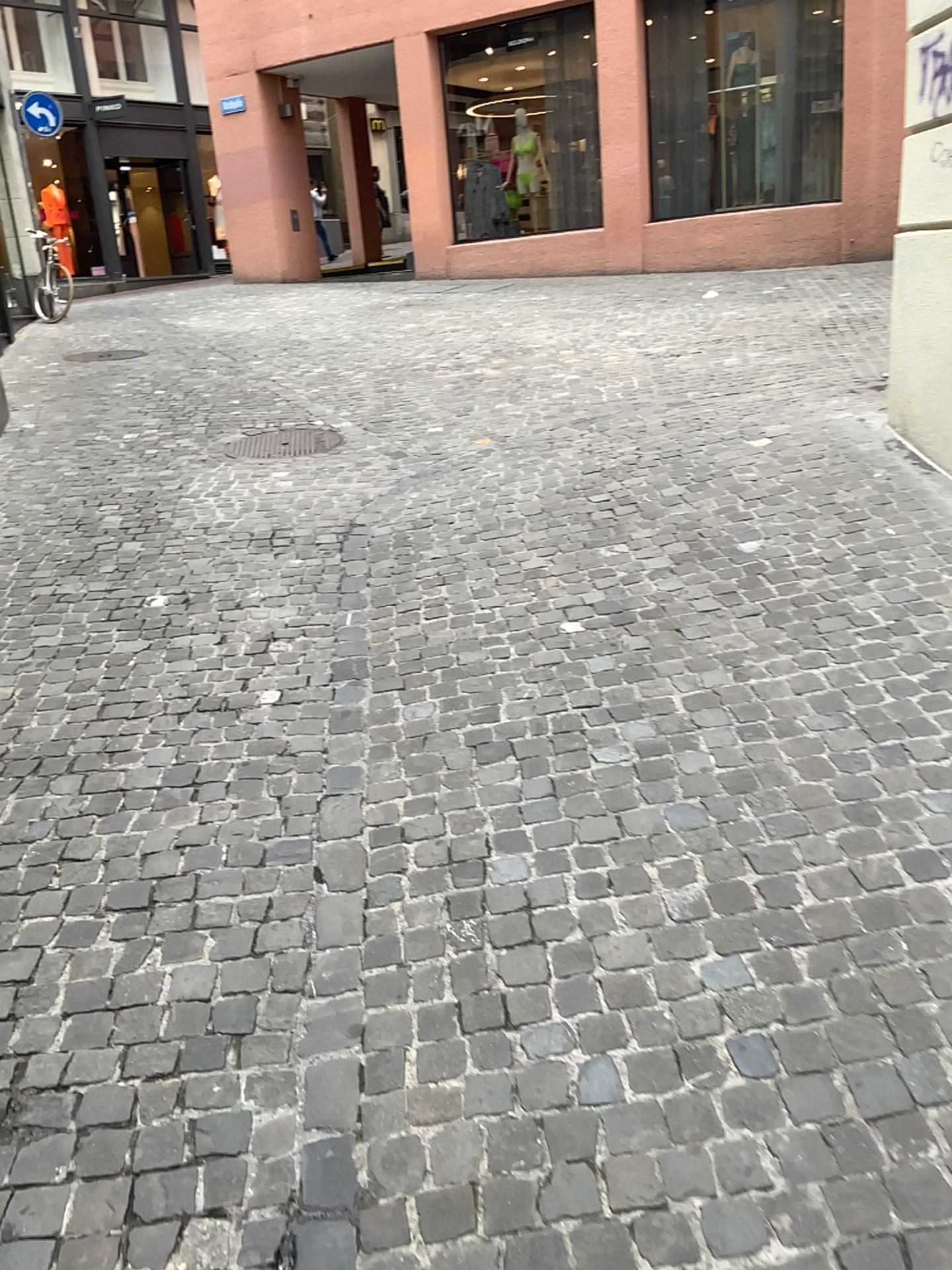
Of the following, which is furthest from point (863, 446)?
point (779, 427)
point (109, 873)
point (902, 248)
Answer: point (109, 873)
